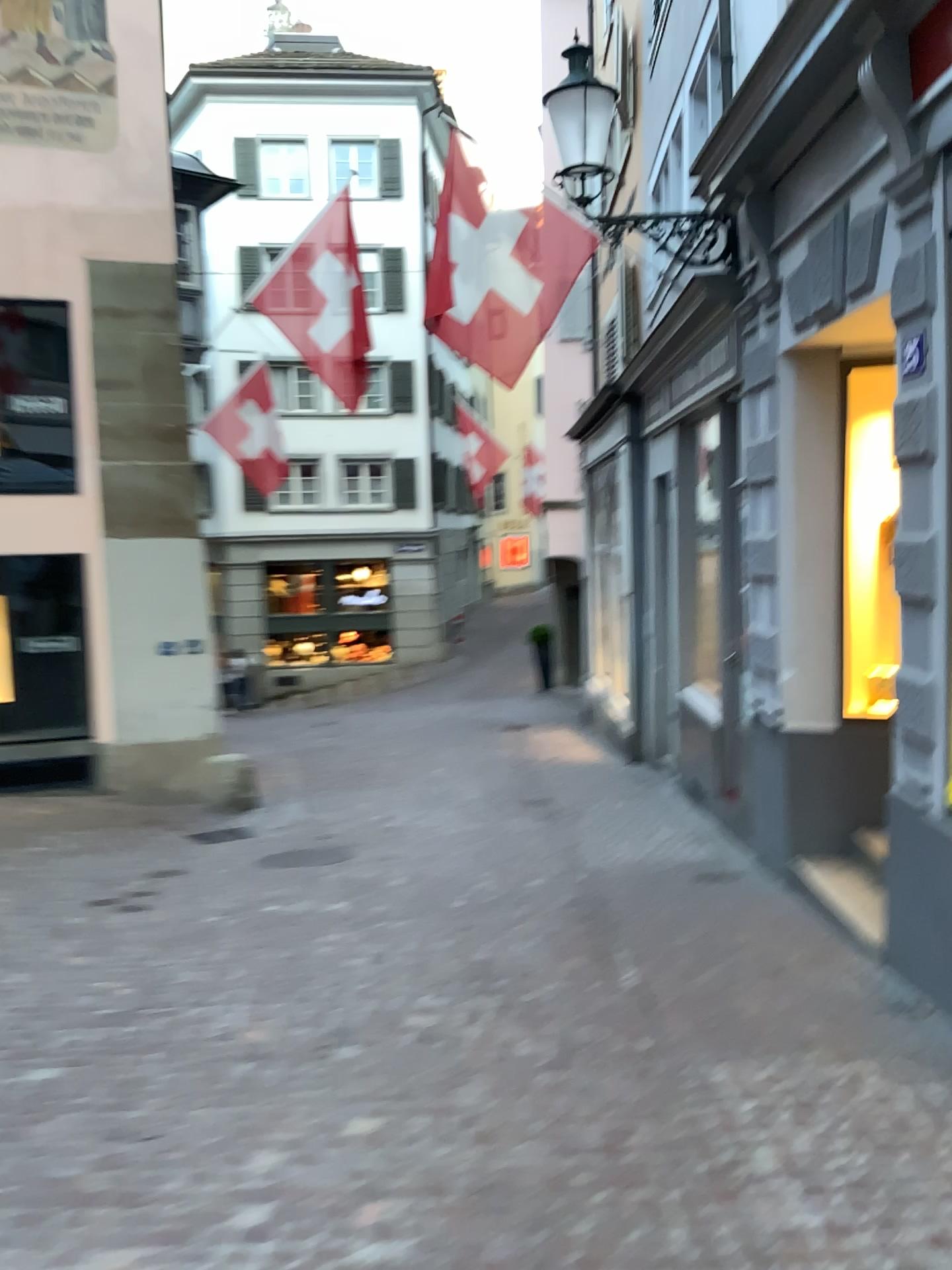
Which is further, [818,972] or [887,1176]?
[818,972]
